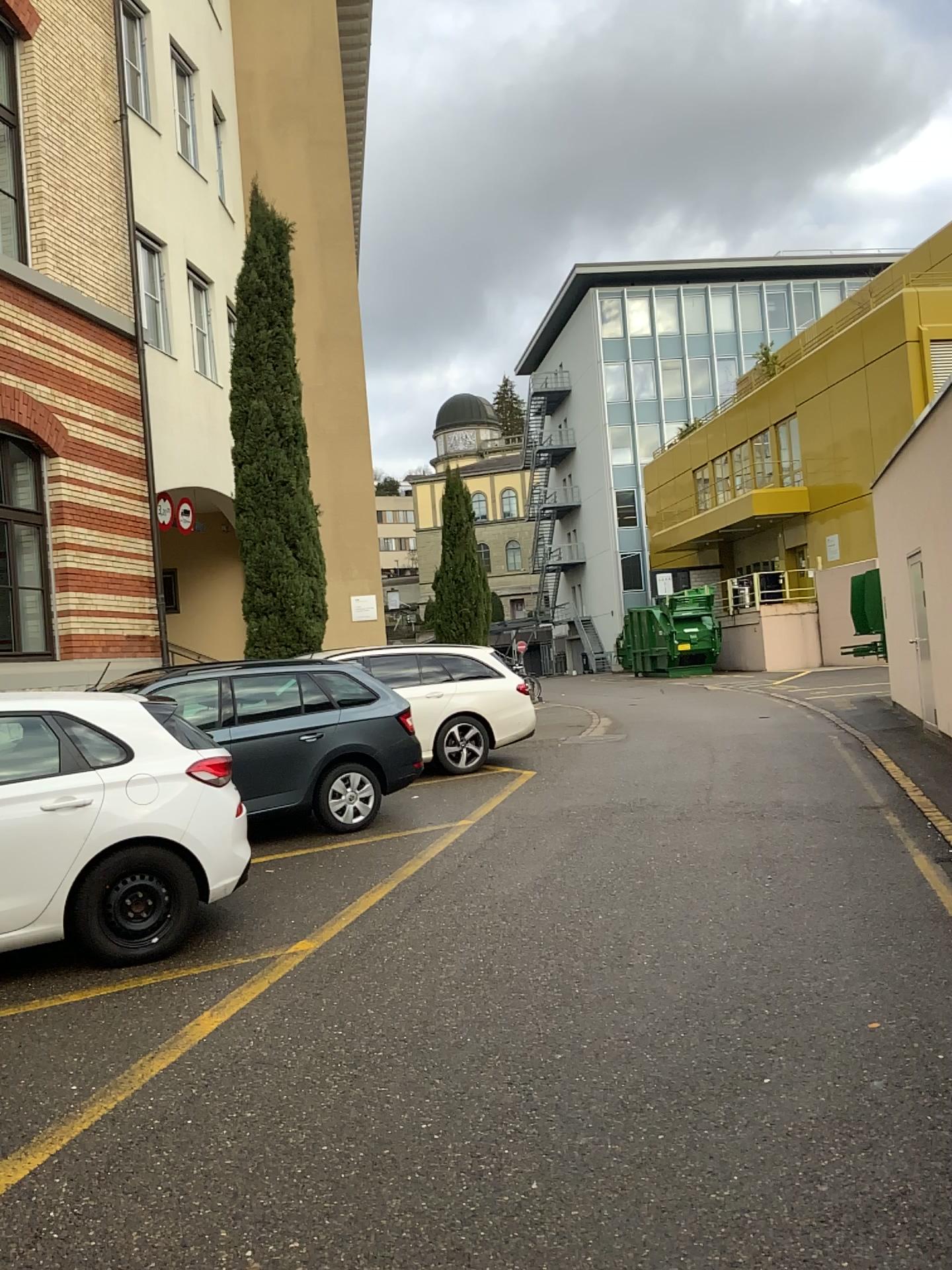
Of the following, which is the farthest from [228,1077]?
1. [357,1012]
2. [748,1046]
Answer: [748,1046]
